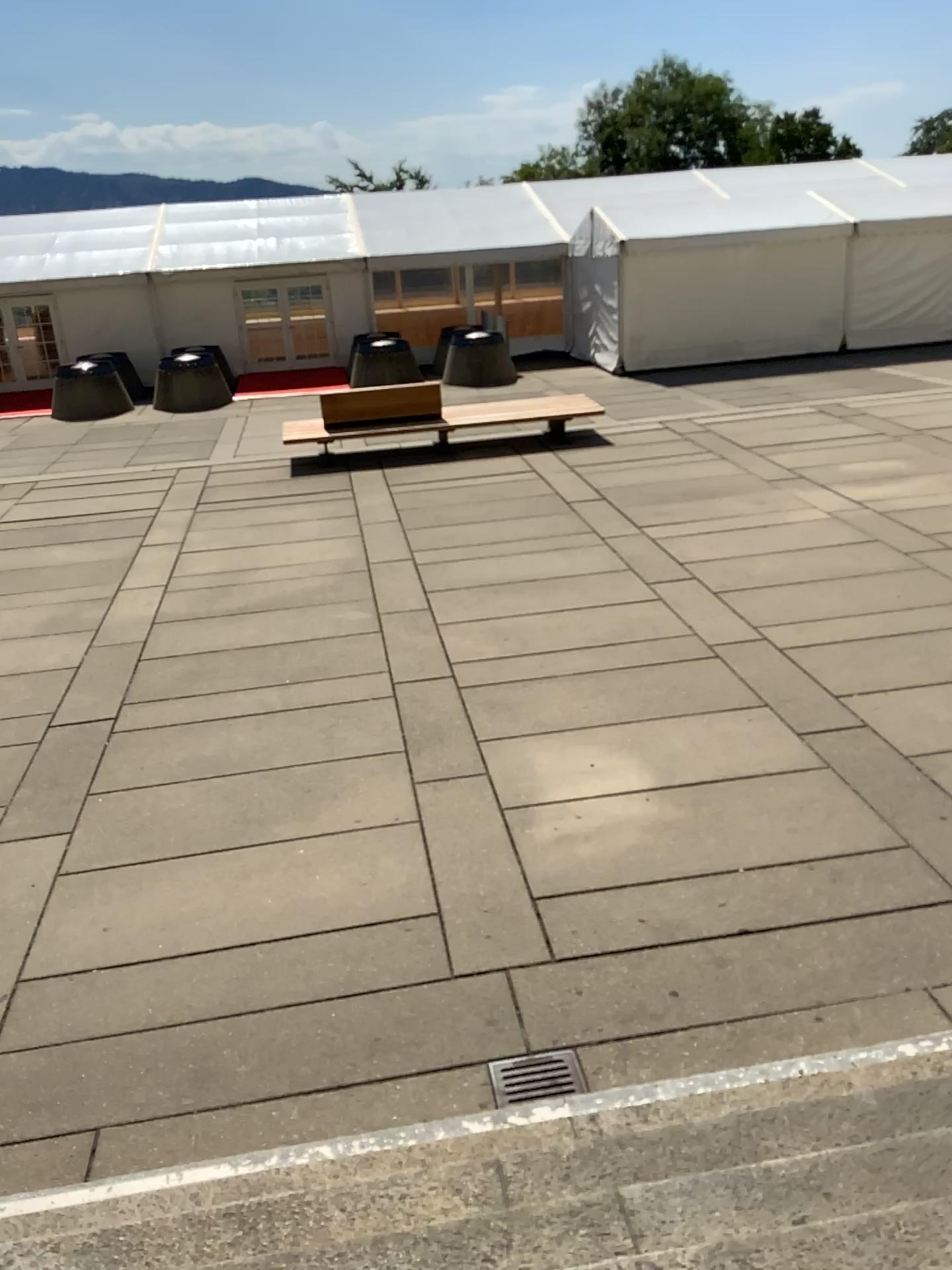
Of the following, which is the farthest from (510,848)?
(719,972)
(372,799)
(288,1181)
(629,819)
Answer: (288,1181)
